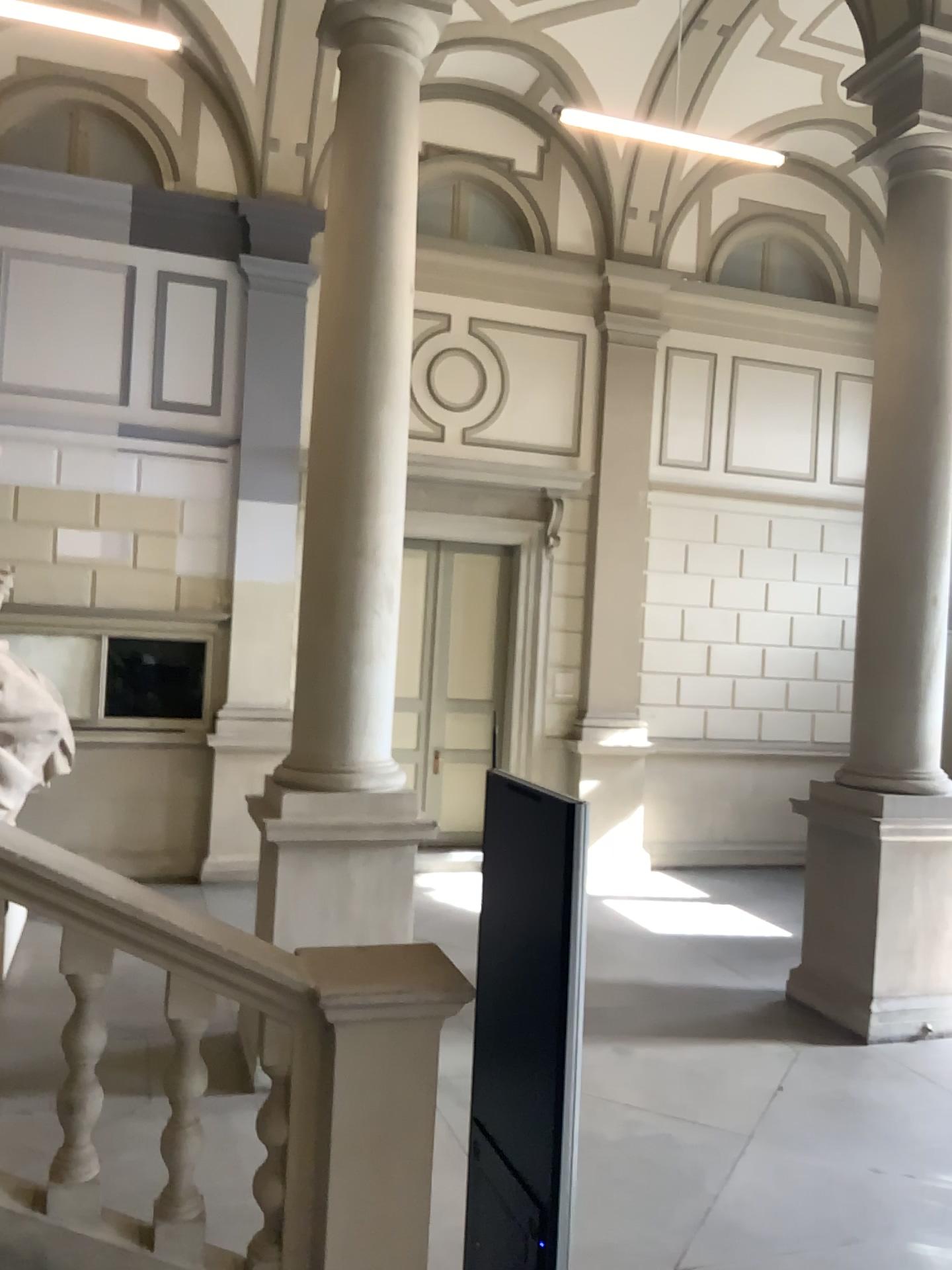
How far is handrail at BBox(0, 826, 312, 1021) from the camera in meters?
2.7

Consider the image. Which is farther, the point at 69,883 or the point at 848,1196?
the point at 848,1196

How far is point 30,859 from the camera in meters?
2.7
